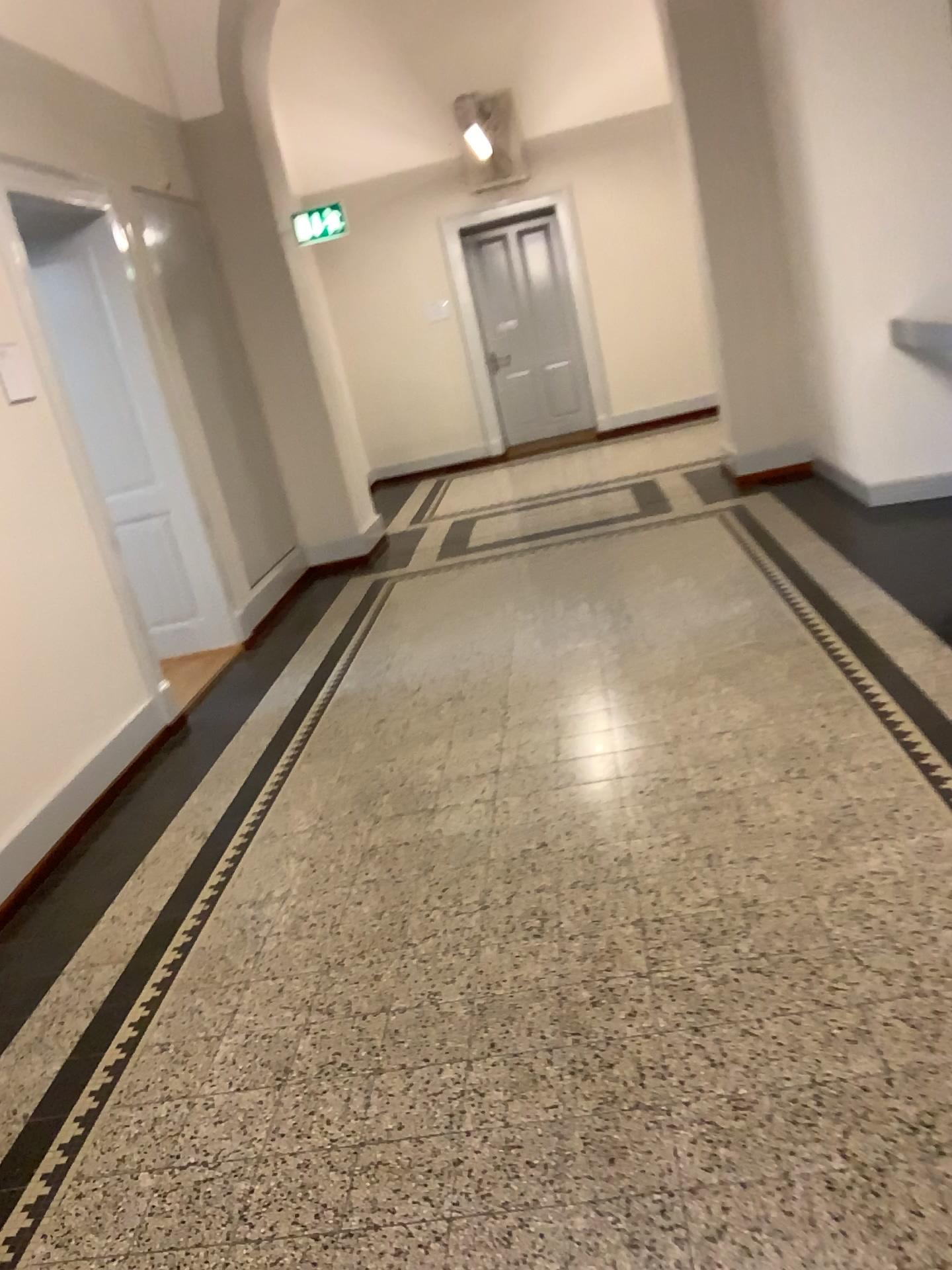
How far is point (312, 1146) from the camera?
2.1 meters
